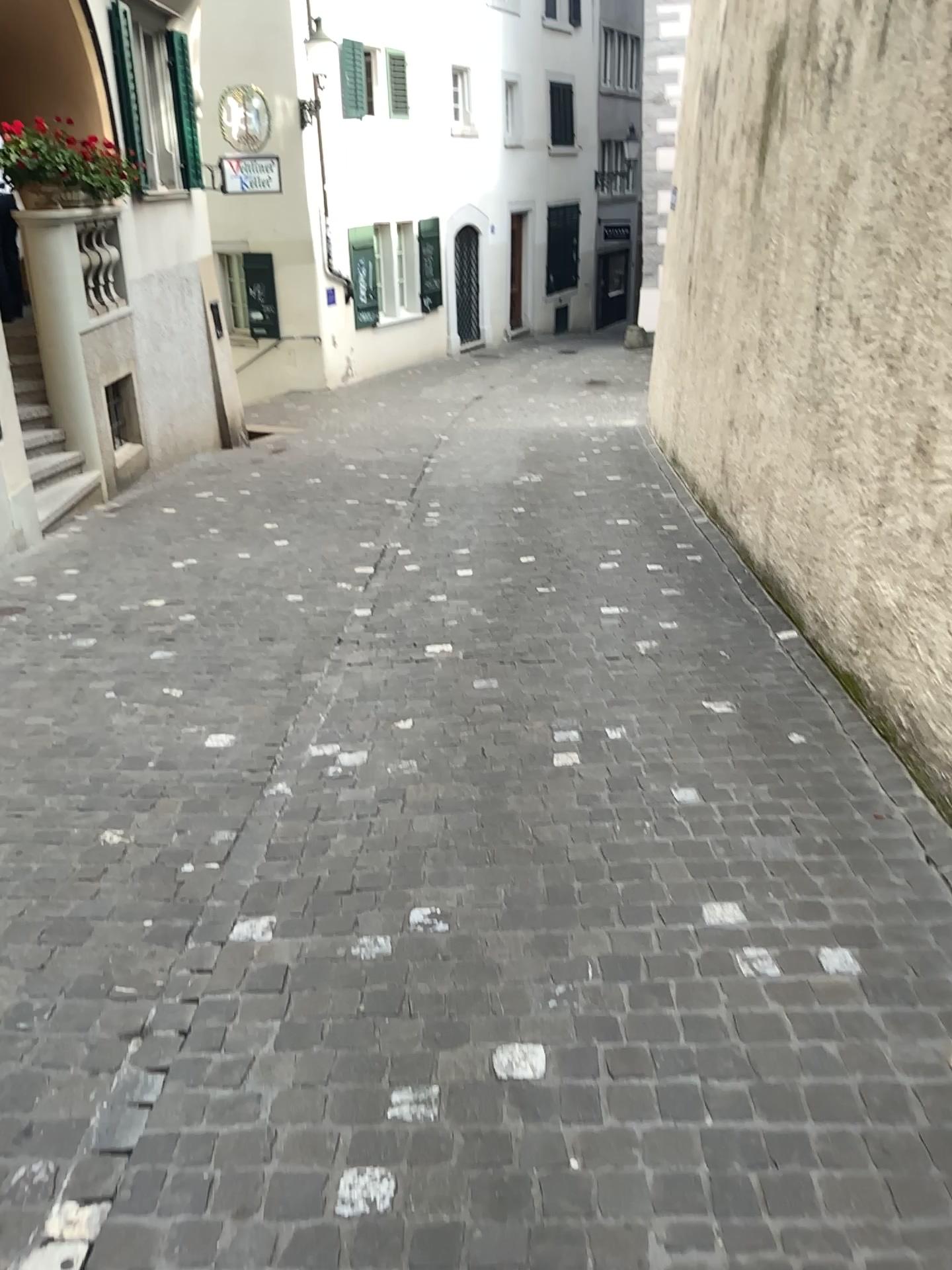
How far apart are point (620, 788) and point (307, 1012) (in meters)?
1.36
